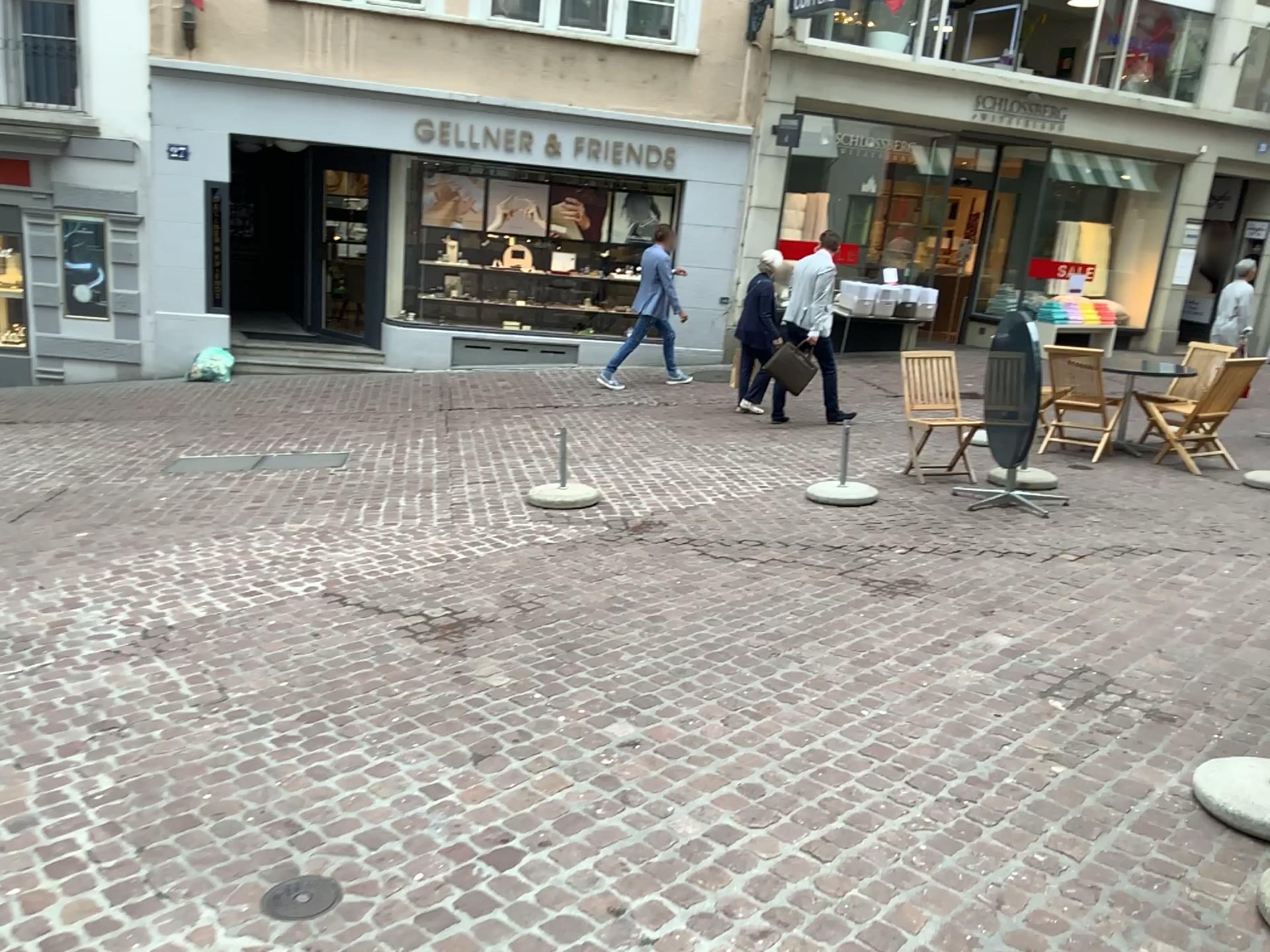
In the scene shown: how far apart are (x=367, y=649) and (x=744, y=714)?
1.5m

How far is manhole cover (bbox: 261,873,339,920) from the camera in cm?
246

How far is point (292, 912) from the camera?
2.46m
